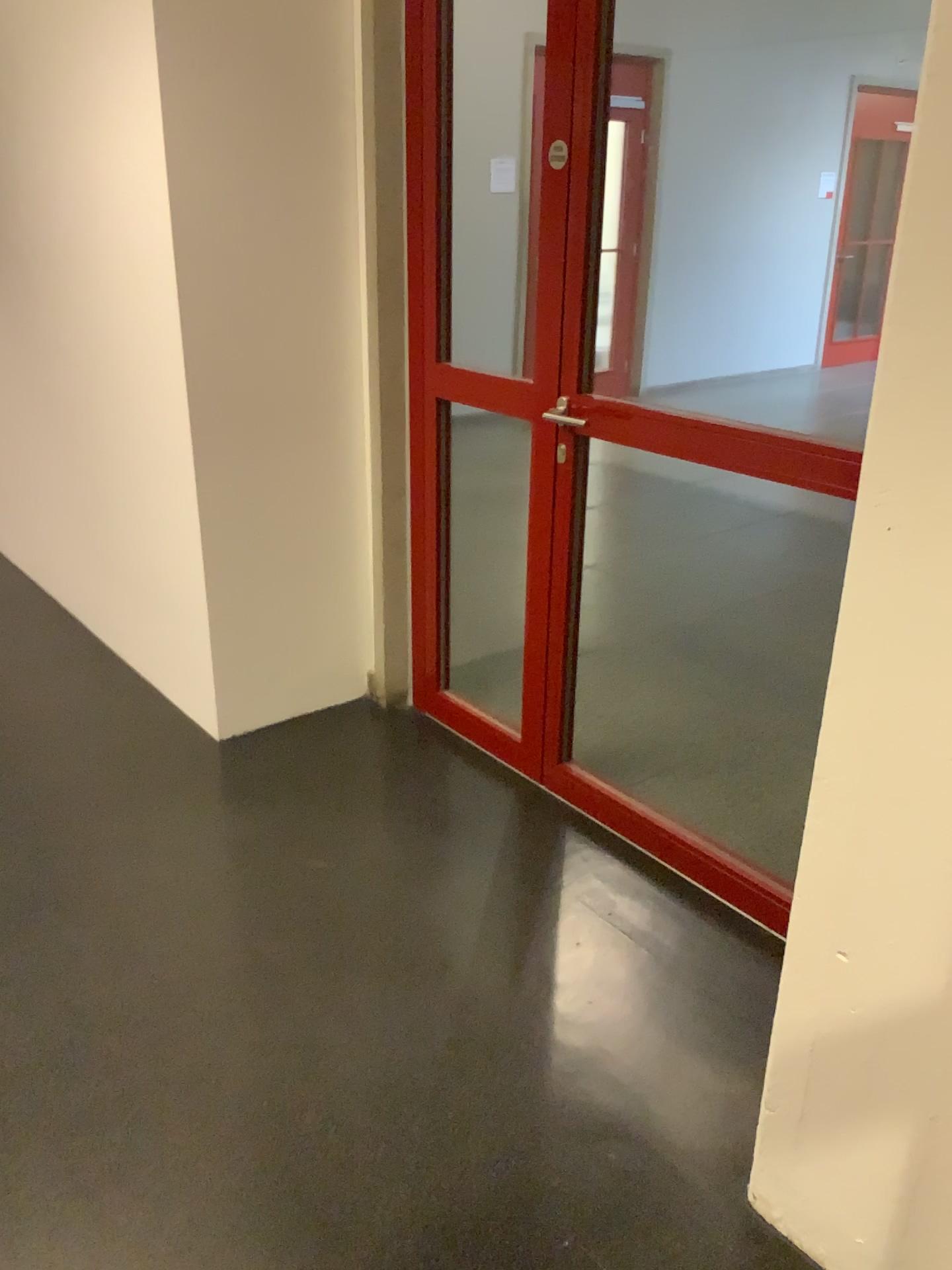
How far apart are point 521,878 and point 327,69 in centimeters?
211cm
